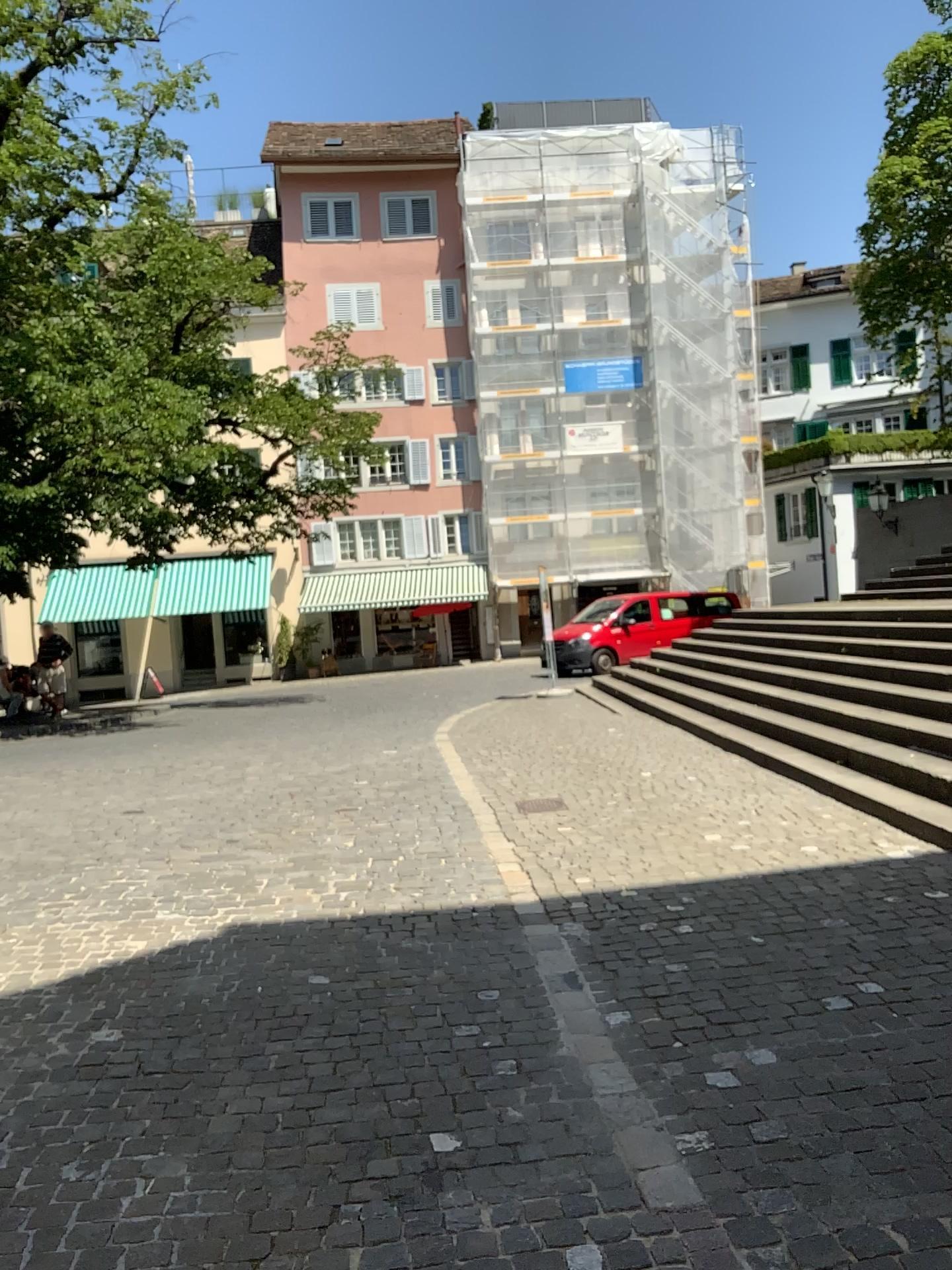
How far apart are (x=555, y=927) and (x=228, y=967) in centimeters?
142cm
